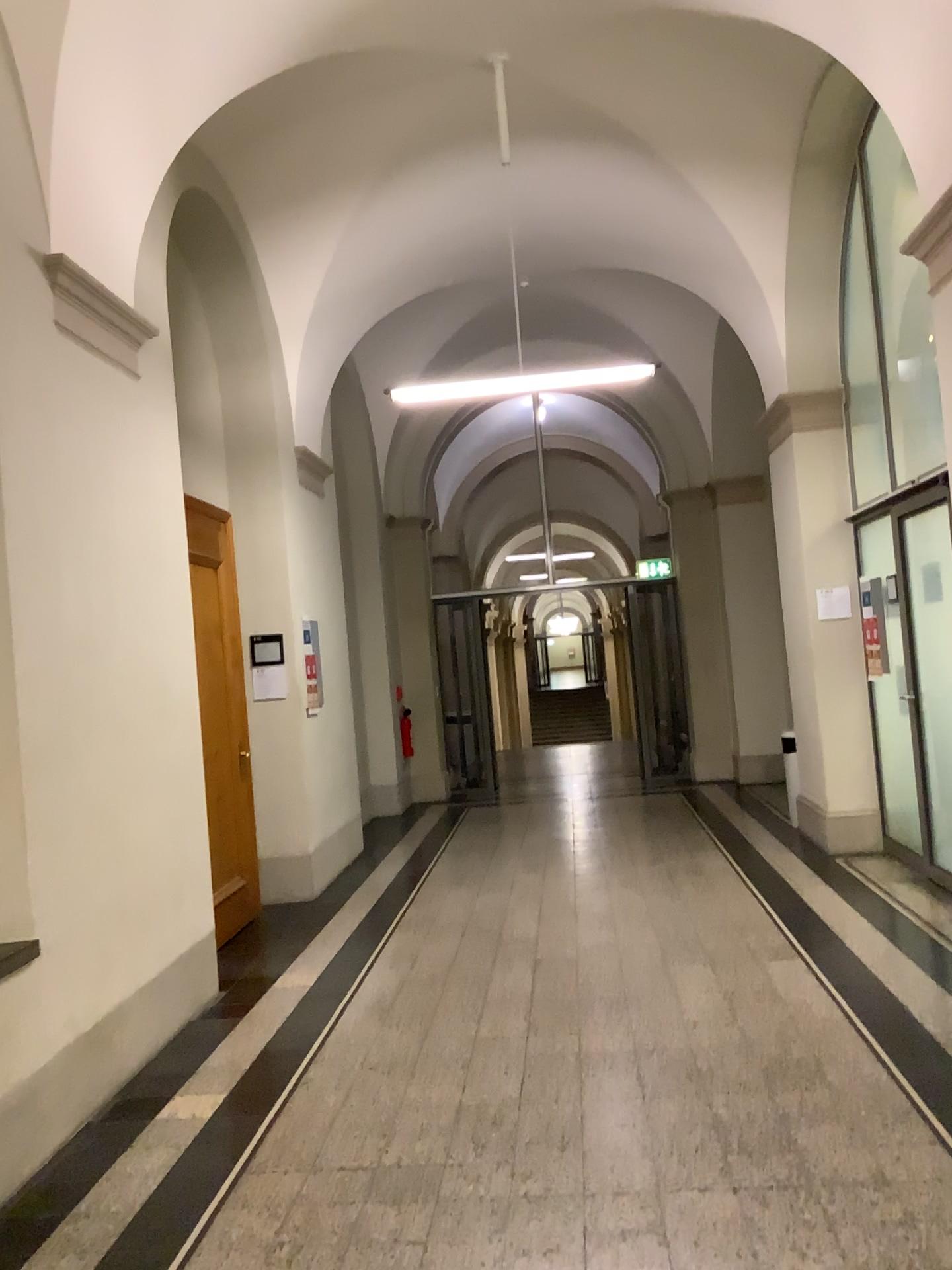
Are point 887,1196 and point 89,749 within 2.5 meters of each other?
no
